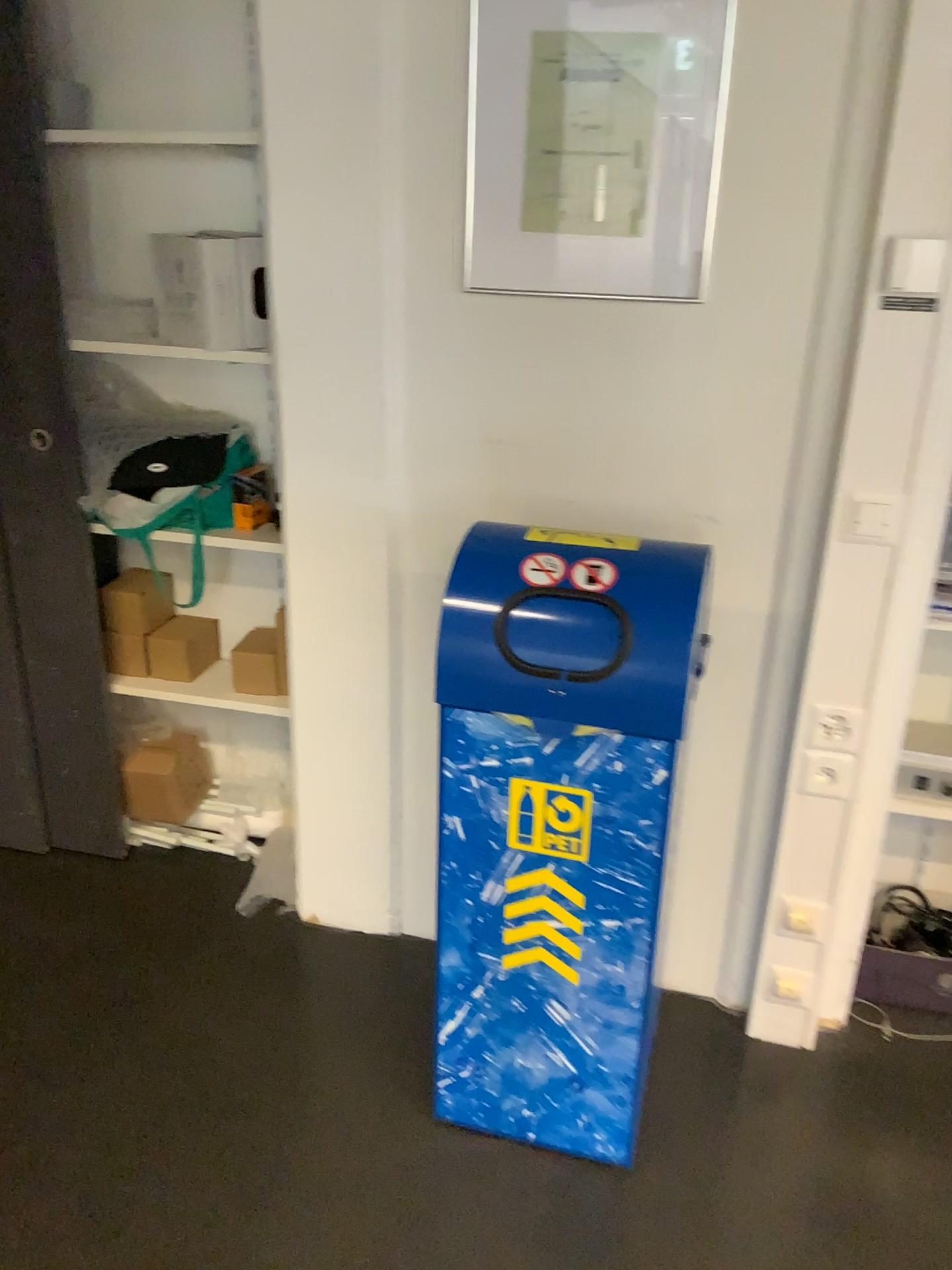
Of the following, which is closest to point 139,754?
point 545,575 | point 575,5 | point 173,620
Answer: point 173,620

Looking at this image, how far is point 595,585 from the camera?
1.5m

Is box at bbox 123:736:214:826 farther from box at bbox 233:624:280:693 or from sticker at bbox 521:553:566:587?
sticker at bbox 521:553:566:587

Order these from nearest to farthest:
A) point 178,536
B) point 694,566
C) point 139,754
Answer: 1. point 694,566
2. point 178,536
3. point 139,754

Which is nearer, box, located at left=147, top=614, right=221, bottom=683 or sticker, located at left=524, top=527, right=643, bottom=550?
sticker, located at left=524, top=527, right=643, bottom=550

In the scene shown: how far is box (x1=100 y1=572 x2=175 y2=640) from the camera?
2.5 meters

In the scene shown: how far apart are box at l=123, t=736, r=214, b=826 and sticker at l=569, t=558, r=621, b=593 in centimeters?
151cm

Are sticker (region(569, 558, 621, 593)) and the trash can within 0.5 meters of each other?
yes

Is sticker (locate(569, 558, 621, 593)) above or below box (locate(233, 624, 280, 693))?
above

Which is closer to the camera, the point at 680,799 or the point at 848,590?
the point at 848,590
